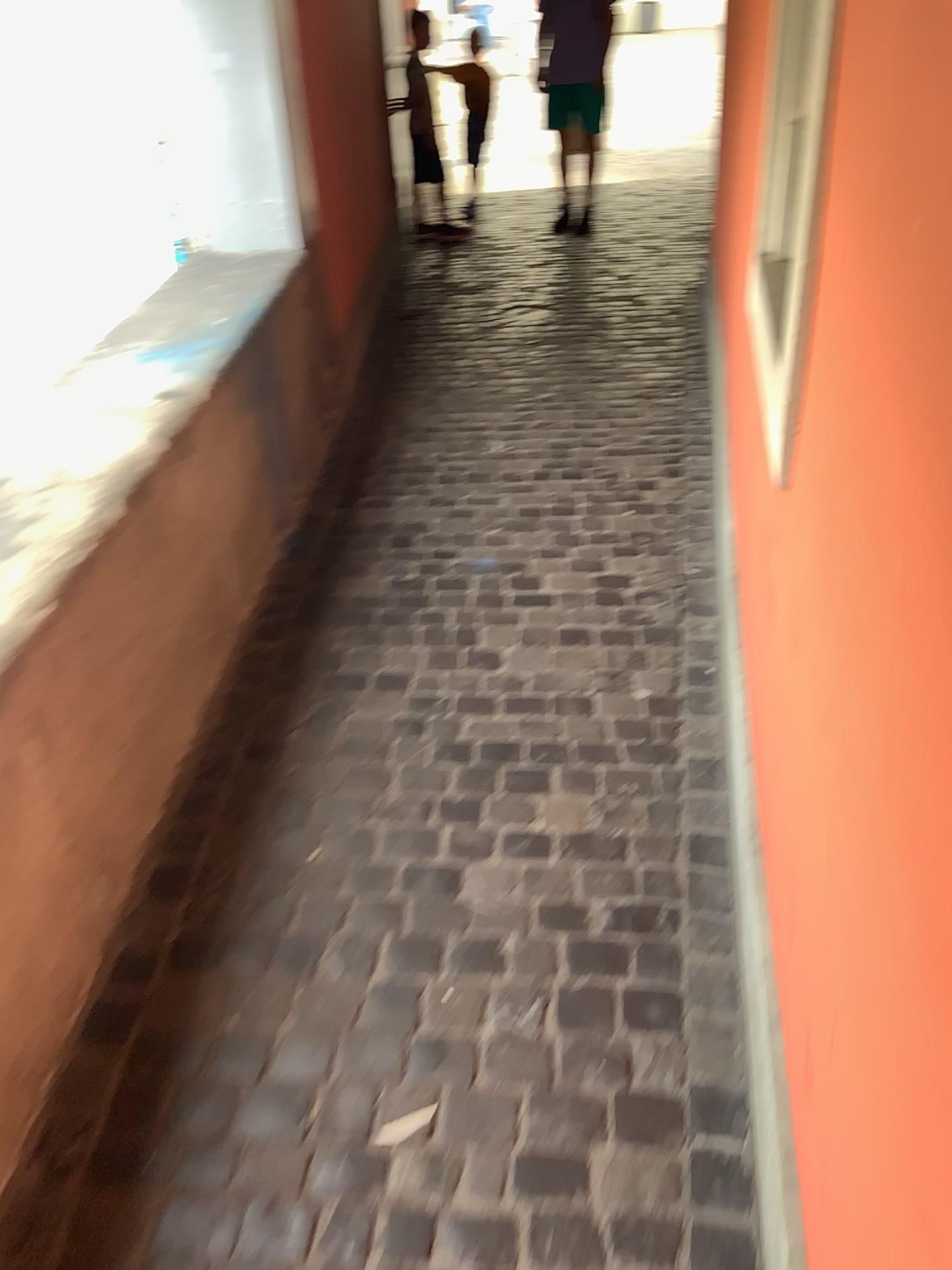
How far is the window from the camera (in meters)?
1.27

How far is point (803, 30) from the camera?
1.3 meters

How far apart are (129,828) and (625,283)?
4.40m
